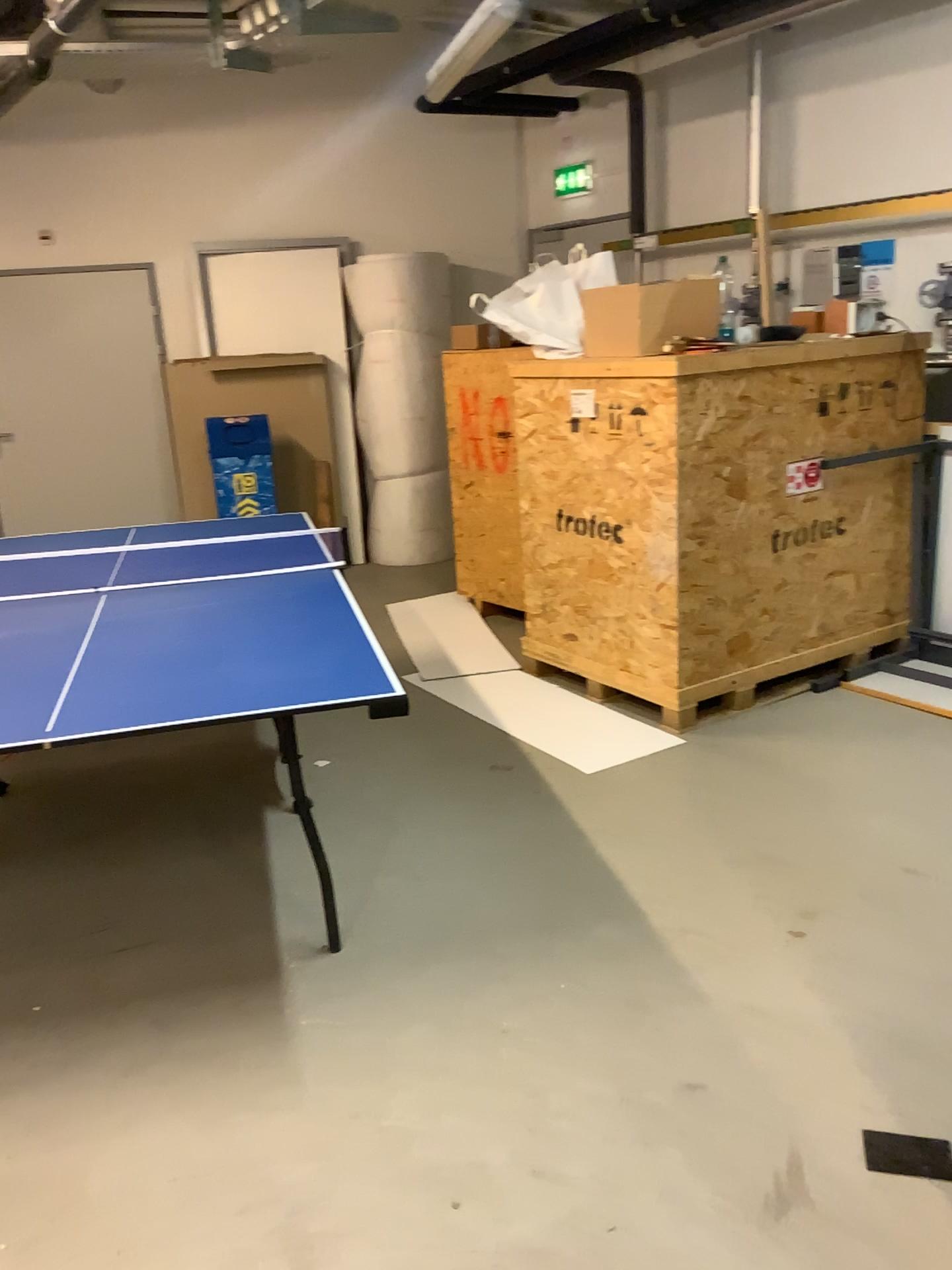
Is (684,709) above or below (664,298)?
below

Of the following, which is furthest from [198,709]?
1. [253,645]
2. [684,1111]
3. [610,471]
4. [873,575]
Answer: [873,575]

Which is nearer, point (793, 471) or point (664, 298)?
point (664, 298)

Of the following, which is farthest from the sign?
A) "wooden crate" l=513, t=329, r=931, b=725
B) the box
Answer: the box

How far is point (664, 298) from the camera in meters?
3.8

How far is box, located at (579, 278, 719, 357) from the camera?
3.8m

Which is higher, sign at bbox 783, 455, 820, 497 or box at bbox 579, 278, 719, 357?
box at bbox 579, 278, 719, 357

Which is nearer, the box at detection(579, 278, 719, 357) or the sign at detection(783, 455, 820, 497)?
the box at detection(579, 278, 719, 357)

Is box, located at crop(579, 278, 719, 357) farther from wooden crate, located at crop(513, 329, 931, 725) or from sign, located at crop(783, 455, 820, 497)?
sign, located at crop(783, 455, 820, 497)
